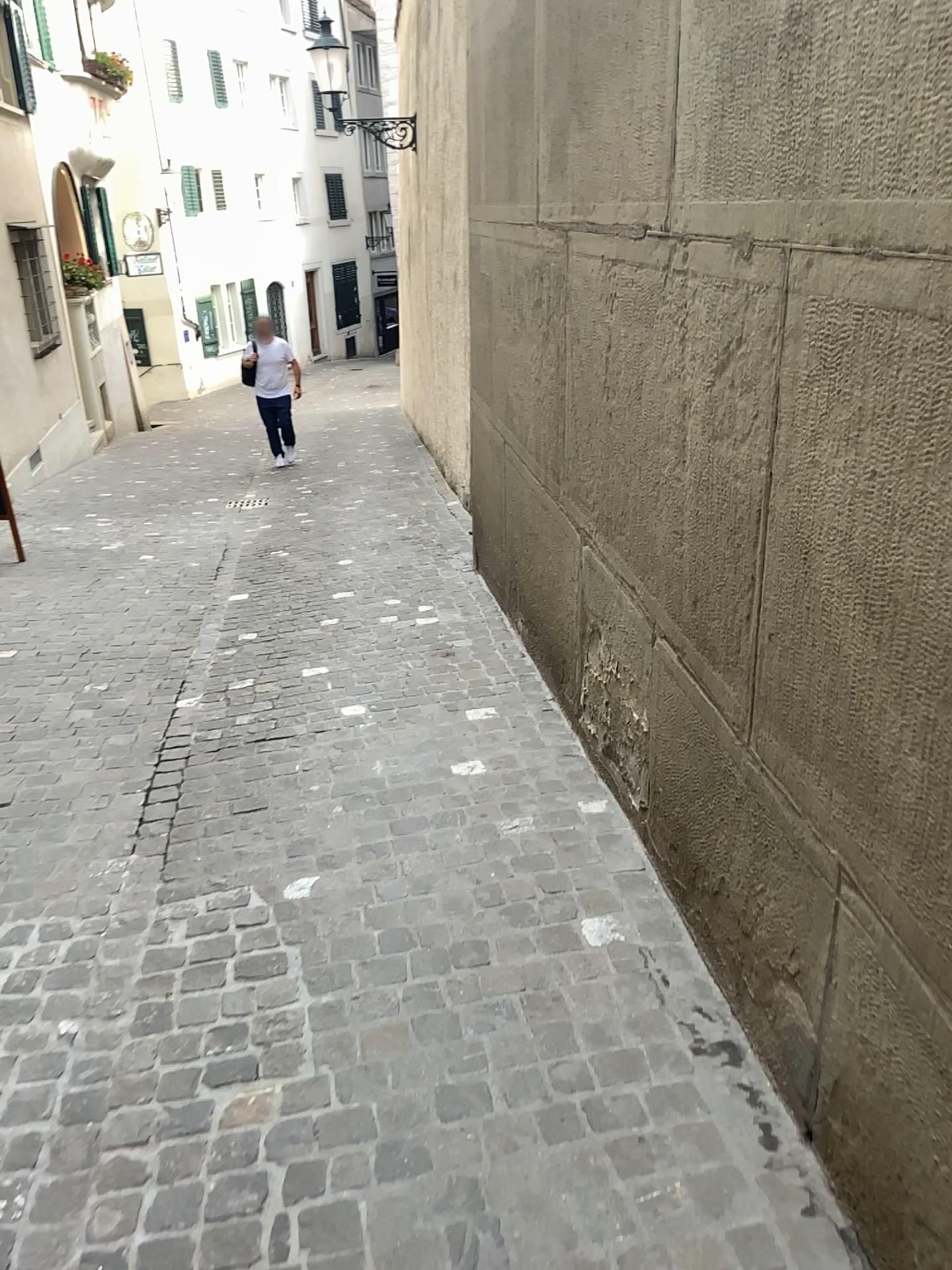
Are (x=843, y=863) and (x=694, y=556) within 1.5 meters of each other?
yes
